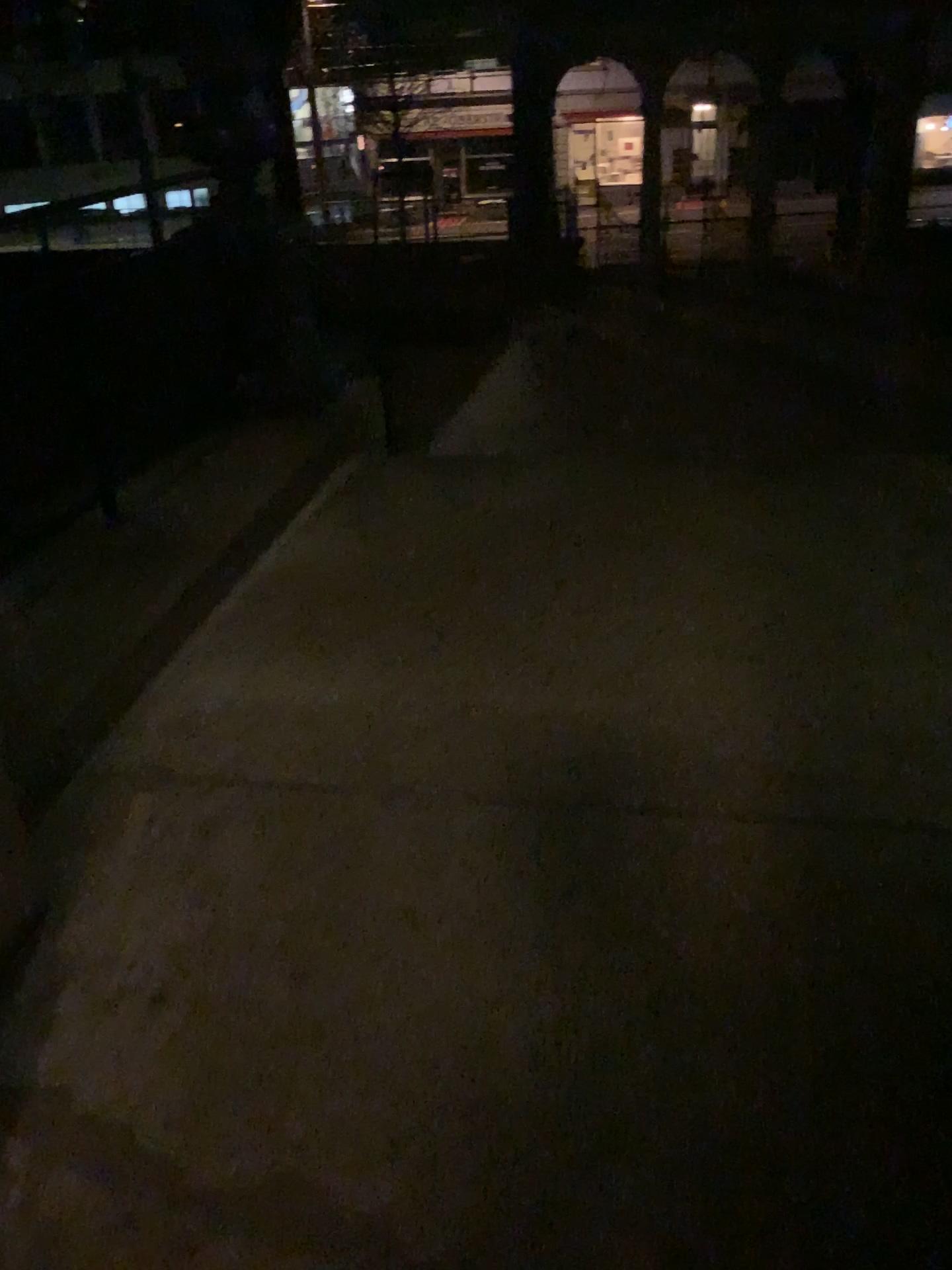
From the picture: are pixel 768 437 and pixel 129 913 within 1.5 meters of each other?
no
